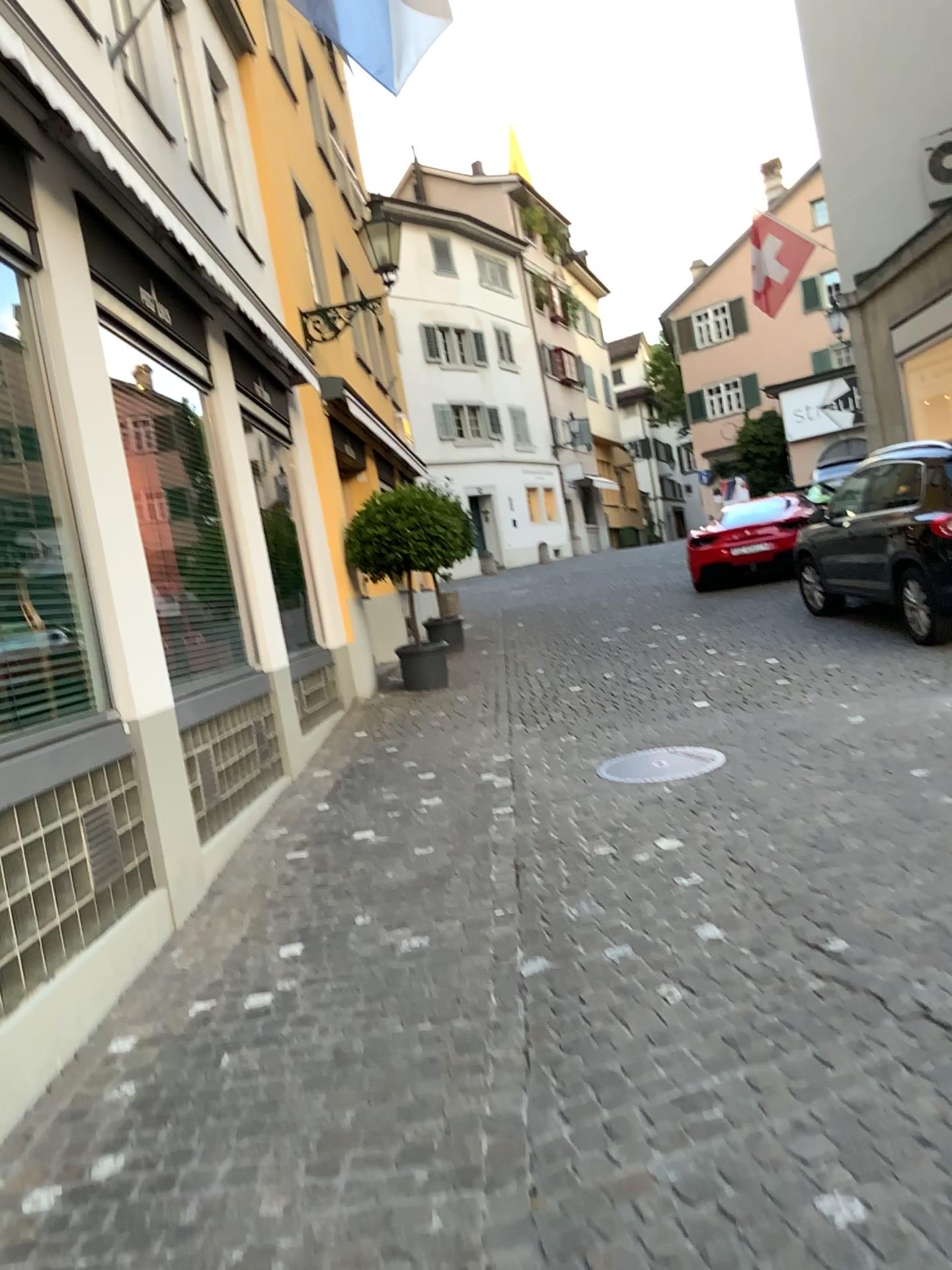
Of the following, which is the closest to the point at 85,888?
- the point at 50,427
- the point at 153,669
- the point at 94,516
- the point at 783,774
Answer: the point at 153,669
